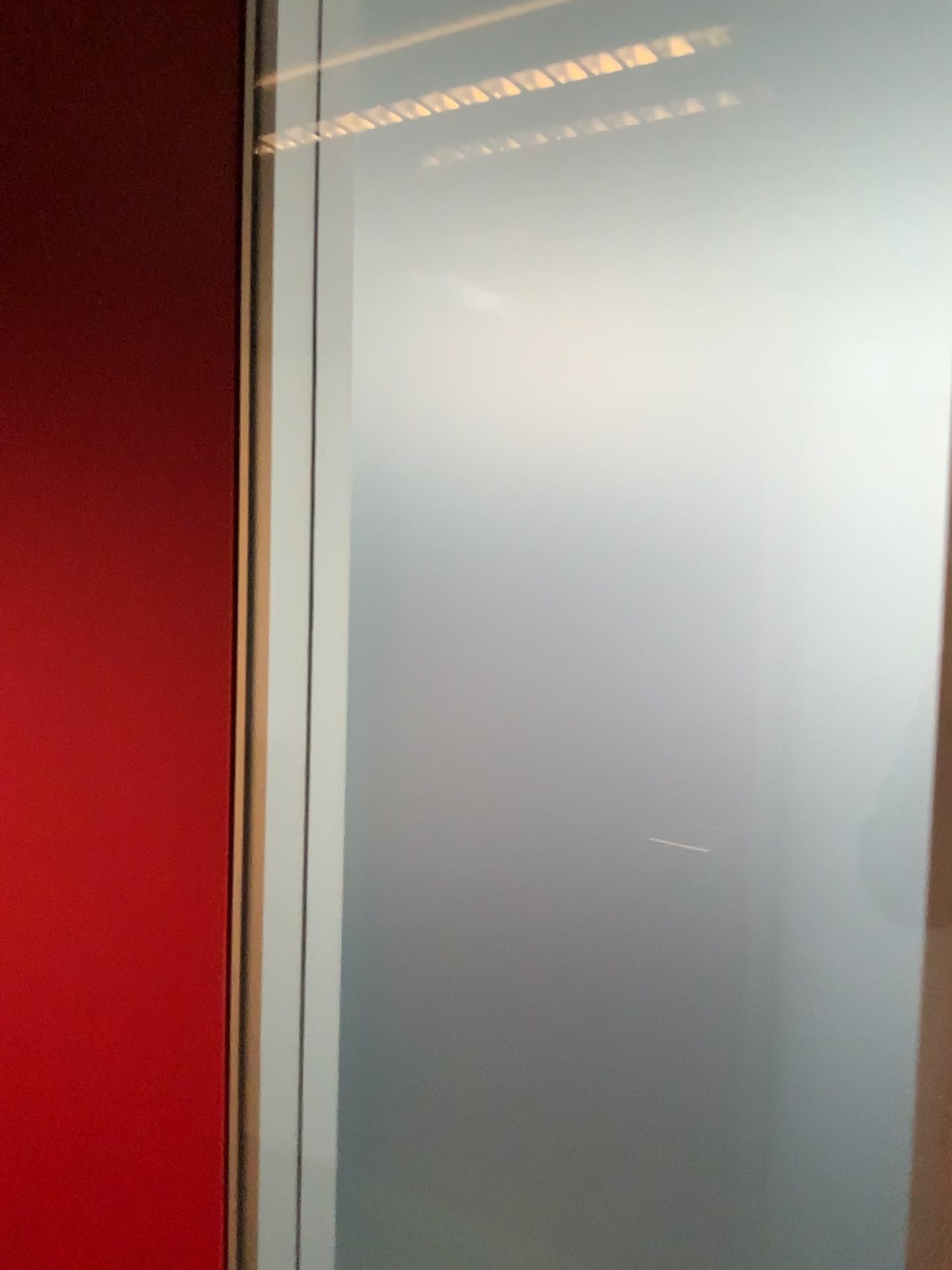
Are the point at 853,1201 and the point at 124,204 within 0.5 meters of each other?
no
